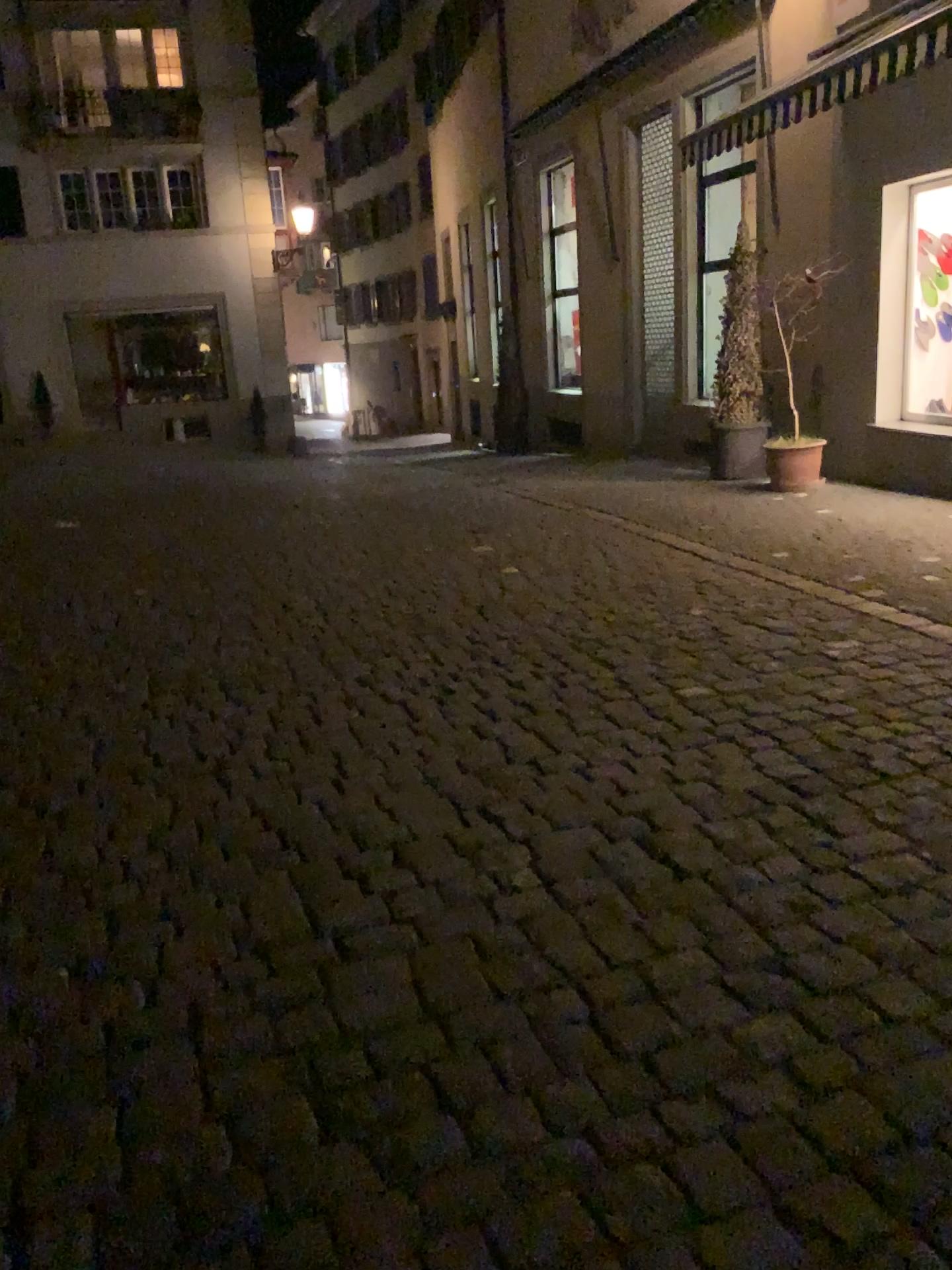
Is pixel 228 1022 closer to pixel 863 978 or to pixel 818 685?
pixel 863 978
